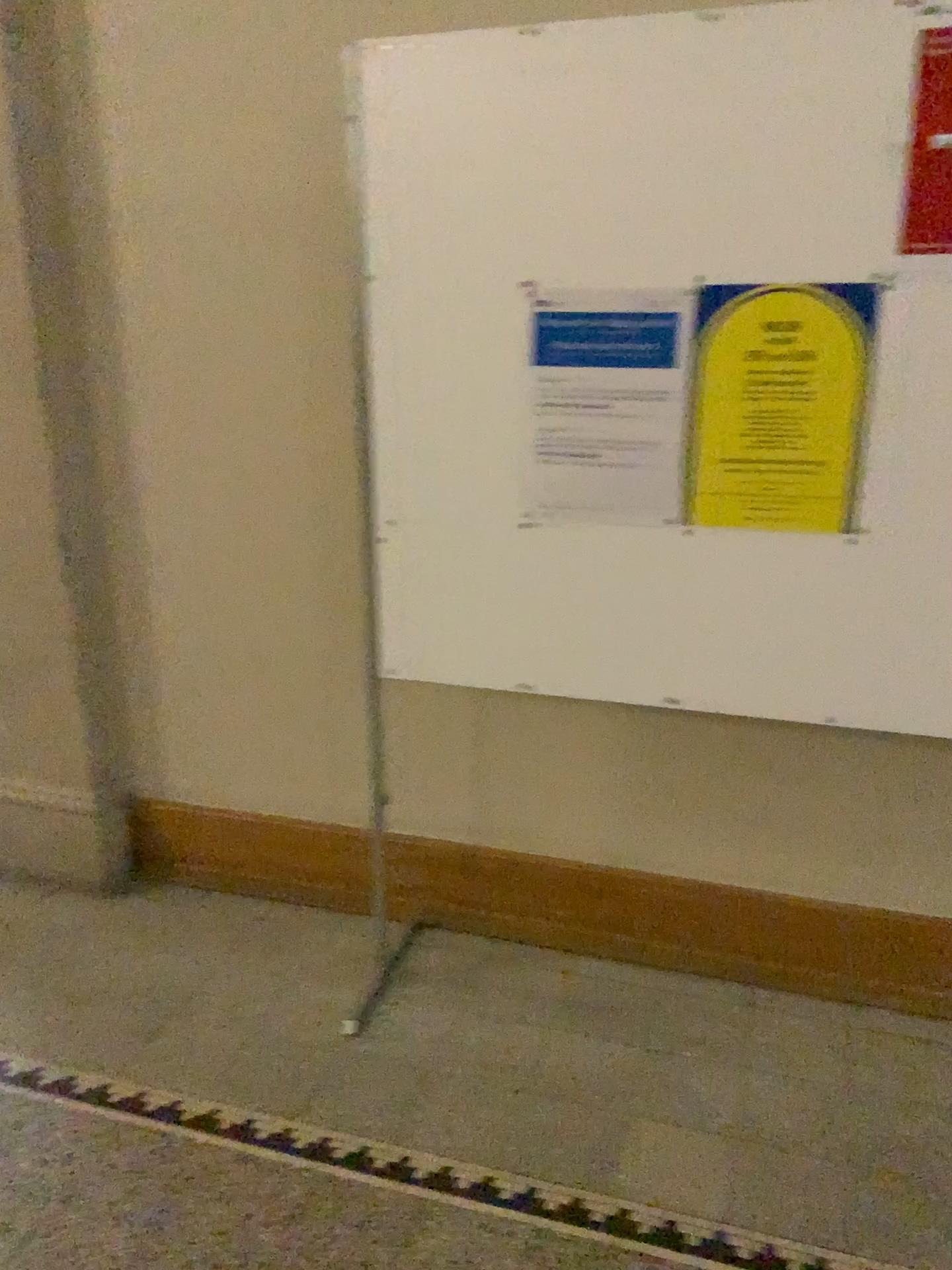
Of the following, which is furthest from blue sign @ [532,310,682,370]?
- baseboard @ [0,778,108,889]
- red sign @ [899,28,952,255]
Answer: baseboard @ [0,778,108,889]

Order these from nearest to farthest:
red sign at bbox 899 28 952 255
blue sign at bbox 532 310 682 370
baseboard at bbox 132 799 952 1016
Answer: red sign at bbox 899 28 952 255, blue sign at bbox 532 310 682 370, baseboard at bbox 132 799 952 1016

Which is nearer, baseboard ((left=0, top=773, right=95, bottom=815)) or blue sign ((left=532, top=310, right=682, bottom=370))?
blue sign ((left=532, top=310, right=682, bottom=370))

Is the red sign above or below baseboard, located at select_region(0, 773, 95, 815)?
above

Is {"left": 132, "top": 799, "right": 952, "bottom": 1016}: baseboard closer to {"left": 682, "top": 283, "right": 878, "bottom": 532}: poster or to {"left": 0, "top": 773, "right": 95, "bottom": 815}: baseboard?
{"left": 0, "top": 773, "right": 95, "bottom": 815}: baseboard

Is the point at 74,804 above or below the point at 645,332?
below

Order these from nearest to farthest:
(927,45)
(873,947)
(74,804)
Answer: (927,45) → (873,947) → (74,804)

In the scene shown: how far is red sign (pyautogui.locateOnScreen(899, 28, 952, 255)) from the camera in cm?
160

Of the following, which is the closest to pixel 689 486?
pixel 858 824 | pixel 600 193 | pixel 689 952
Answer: pixel 600 193

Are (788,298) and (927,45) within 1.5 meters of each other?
yes
